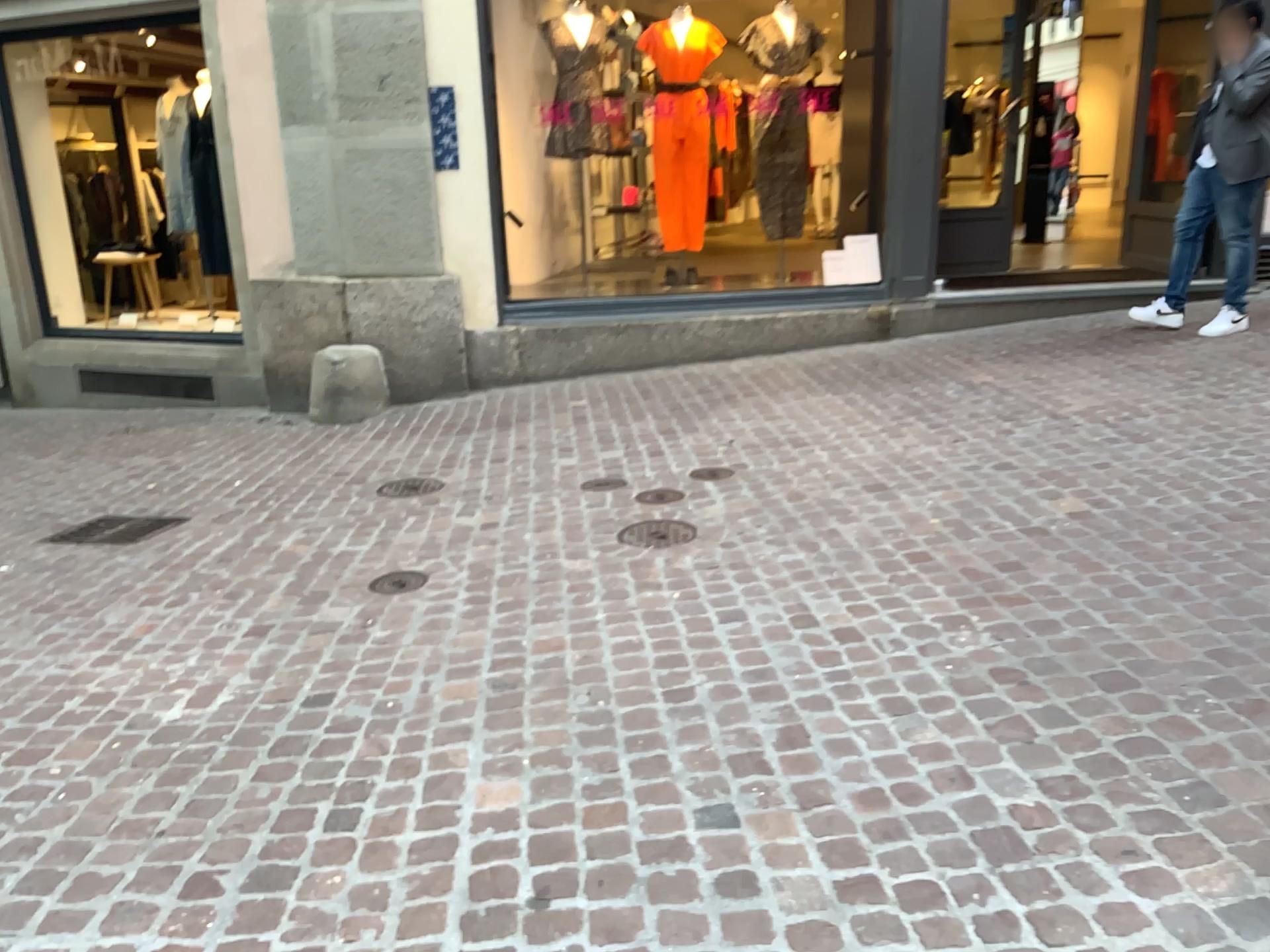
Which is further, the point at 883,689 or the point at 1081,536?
the point at 1081,536
